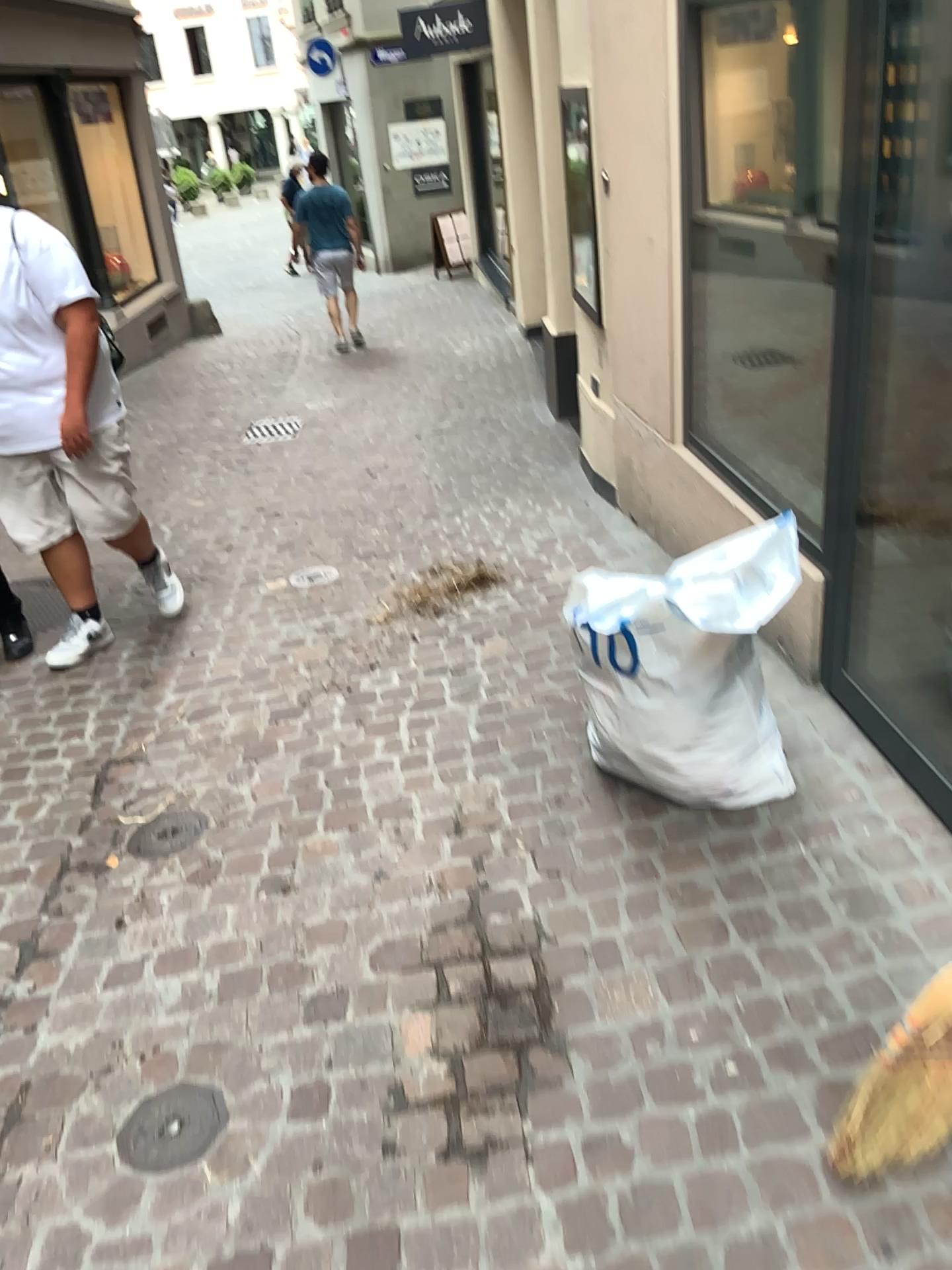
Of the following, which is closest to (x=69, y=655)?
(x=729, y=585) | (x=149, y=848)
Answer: (x=149, y=848)

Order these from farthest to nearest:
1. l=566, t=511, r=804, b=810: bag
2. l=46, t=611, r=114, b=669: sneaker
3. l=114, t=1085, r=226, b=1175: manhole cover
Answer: l=46, t=611, r=114, b=669: sneaker, l=566, t=511, r=804, b=810: bag, l=114, t=1085, r=226, b=1175: manhole cover

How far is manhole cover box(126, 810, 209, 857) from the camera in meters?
2.7

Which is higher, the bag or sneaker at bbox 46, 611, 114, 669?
the bag

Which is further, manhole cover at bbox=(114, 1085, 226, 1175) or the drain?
the drain

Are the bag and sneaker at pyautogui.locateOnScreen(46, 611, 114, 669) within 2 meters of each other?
no

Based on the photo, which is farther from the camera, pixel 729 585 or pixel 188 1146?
pixel 729 585

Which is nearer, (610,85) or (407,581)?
(610,85)

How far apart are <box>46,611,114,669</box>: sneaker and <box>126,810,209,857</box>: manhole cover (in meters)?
1.37

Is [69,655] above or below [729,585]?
below
